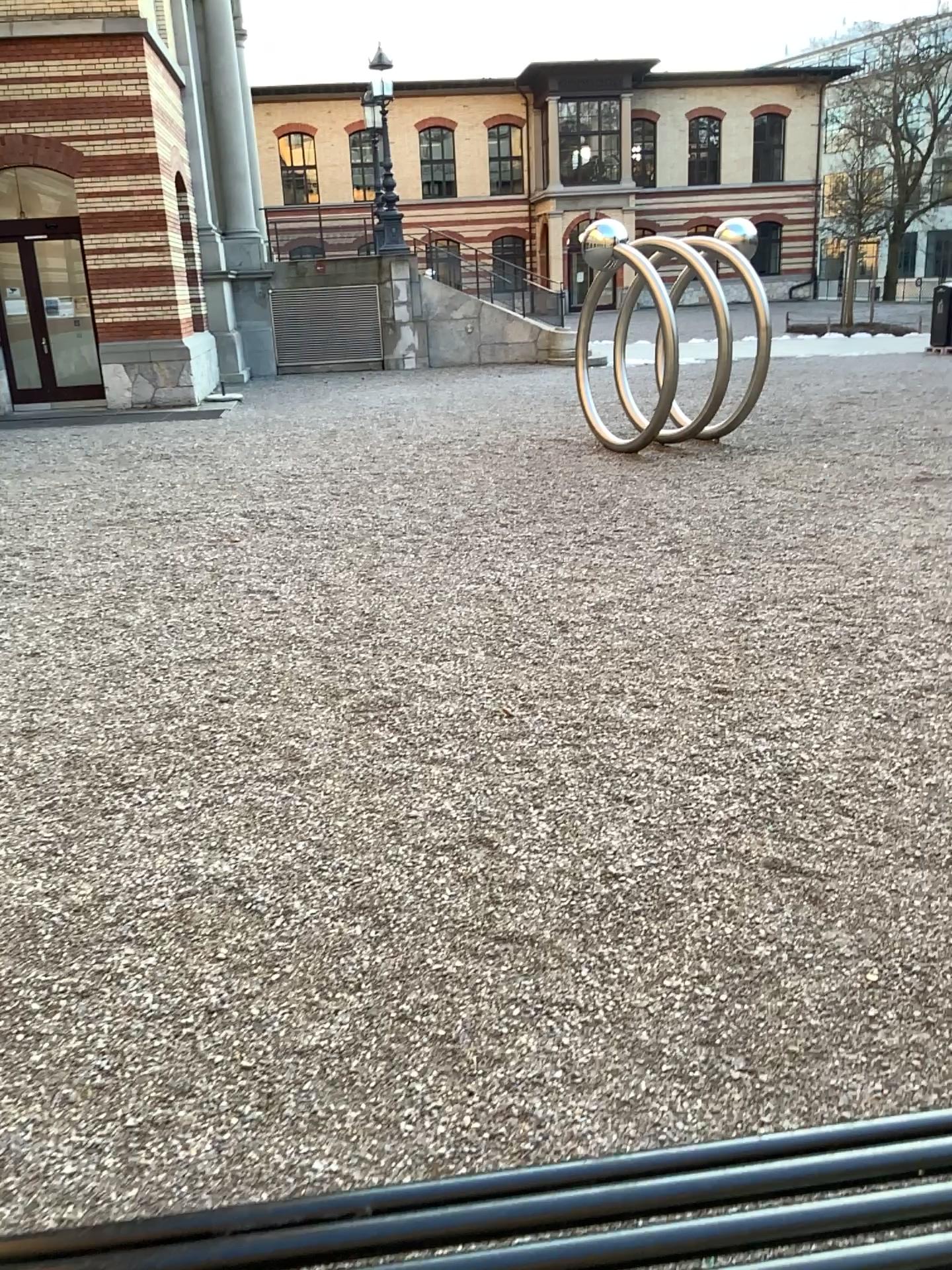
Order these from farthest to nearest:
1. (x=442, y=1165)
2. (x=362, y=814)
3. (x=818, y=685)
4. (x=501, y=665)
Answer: (x=501, y=665) < (x=818, y=685) < (x=362, y=814) < (x=442, y=1165)
